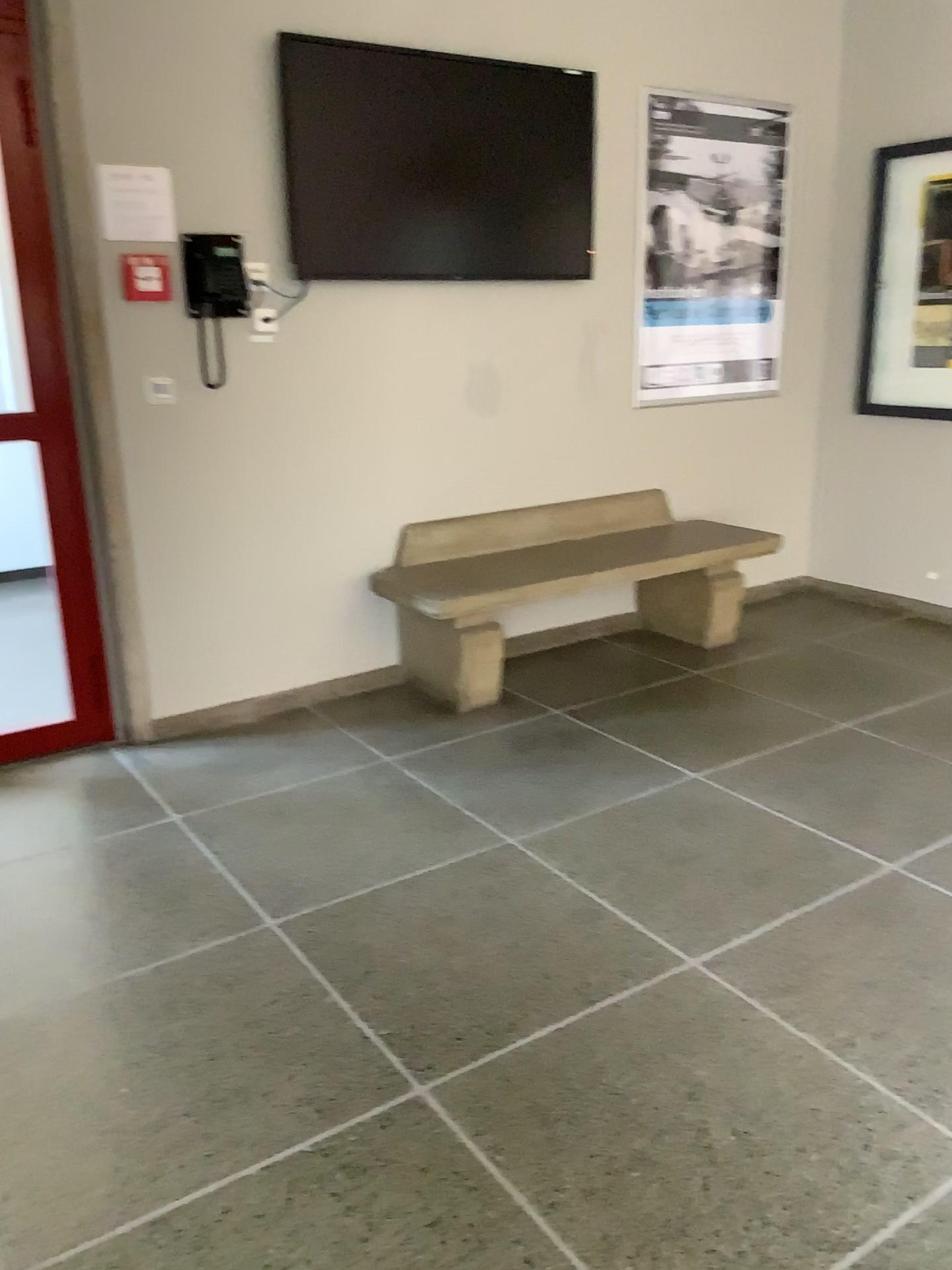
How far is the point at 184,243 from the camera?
3.3m

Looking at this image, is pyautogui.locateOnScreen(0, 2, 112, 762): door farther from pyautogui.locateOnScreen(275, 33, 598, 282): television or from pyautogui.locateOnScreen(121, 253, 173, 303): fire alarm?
pyautogui.locateOnScreen(275, 33, 598, 282): television

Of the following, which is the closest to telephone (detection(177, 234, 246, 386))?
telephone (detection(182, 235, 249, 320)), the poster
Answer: telephone (detection(182, 235, 249, 320))

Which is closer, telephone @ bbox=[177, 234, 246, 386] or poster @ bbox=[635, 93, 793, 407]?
telephone @ bbox=[177, 234, 246, 386]

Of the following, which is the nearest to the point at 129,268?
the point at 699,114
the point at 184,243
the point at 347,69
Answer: the point at 184,243

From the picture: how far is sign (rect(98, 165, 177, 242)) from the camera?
3.15m

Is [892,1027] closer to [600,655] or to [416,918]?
[416,918]

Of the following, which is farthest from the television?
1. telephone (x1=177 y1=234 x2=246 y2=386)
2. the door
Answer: the door

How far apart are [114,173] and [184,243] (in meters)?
0.27

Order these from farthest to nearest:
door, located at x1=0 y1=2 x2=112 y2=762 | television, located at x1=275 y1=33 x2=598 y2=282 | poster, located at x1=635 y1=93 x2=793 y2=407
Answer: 1. poster, located at x1=635 y1=93 x2=793 y2=407
2. television, located at x1=275 y1=33 x2=598 y2=282
3. door, located at x1=0 y1=2 x2=112 y2=762
